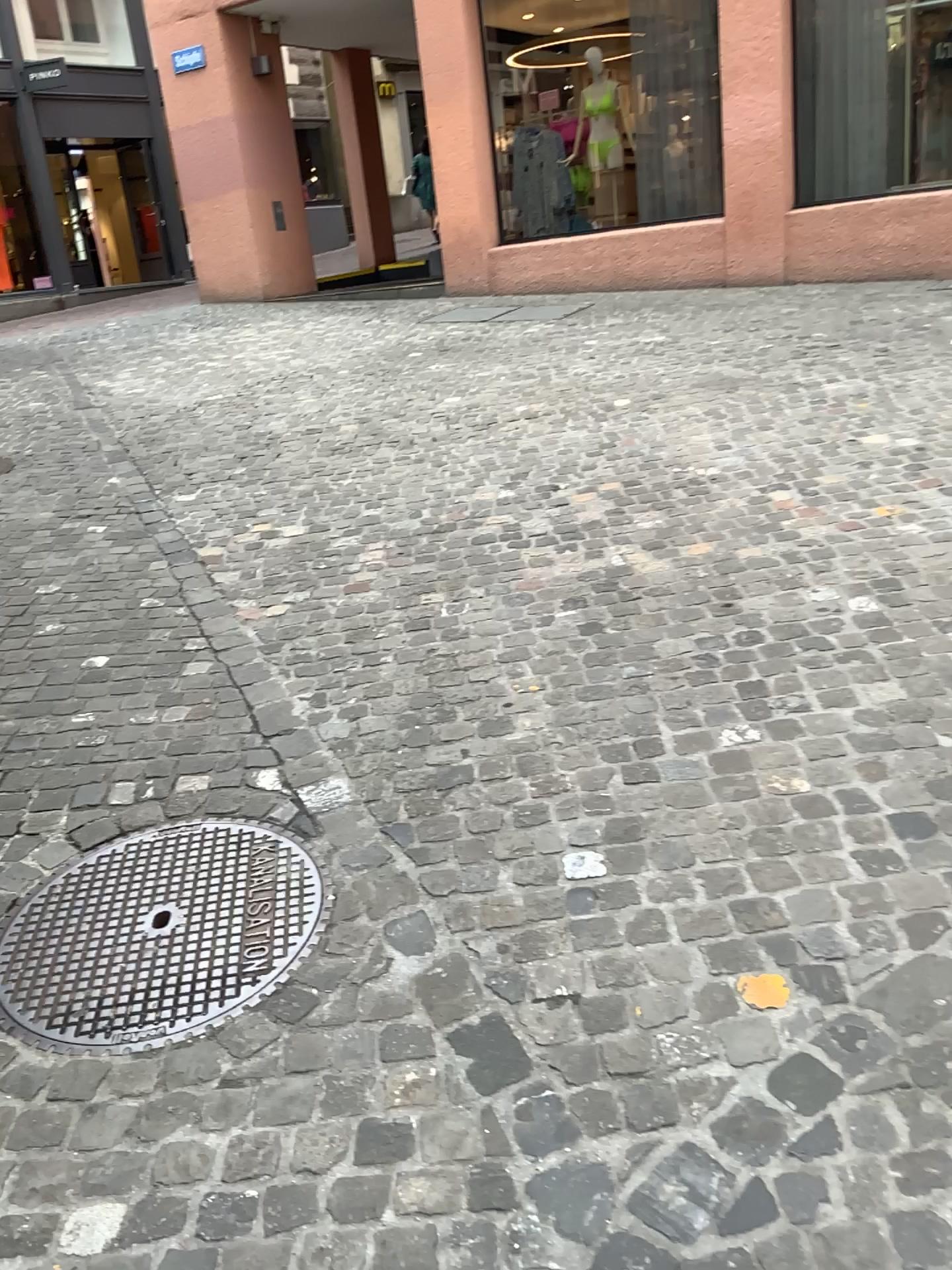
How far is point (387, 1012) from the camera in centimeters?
195cm
